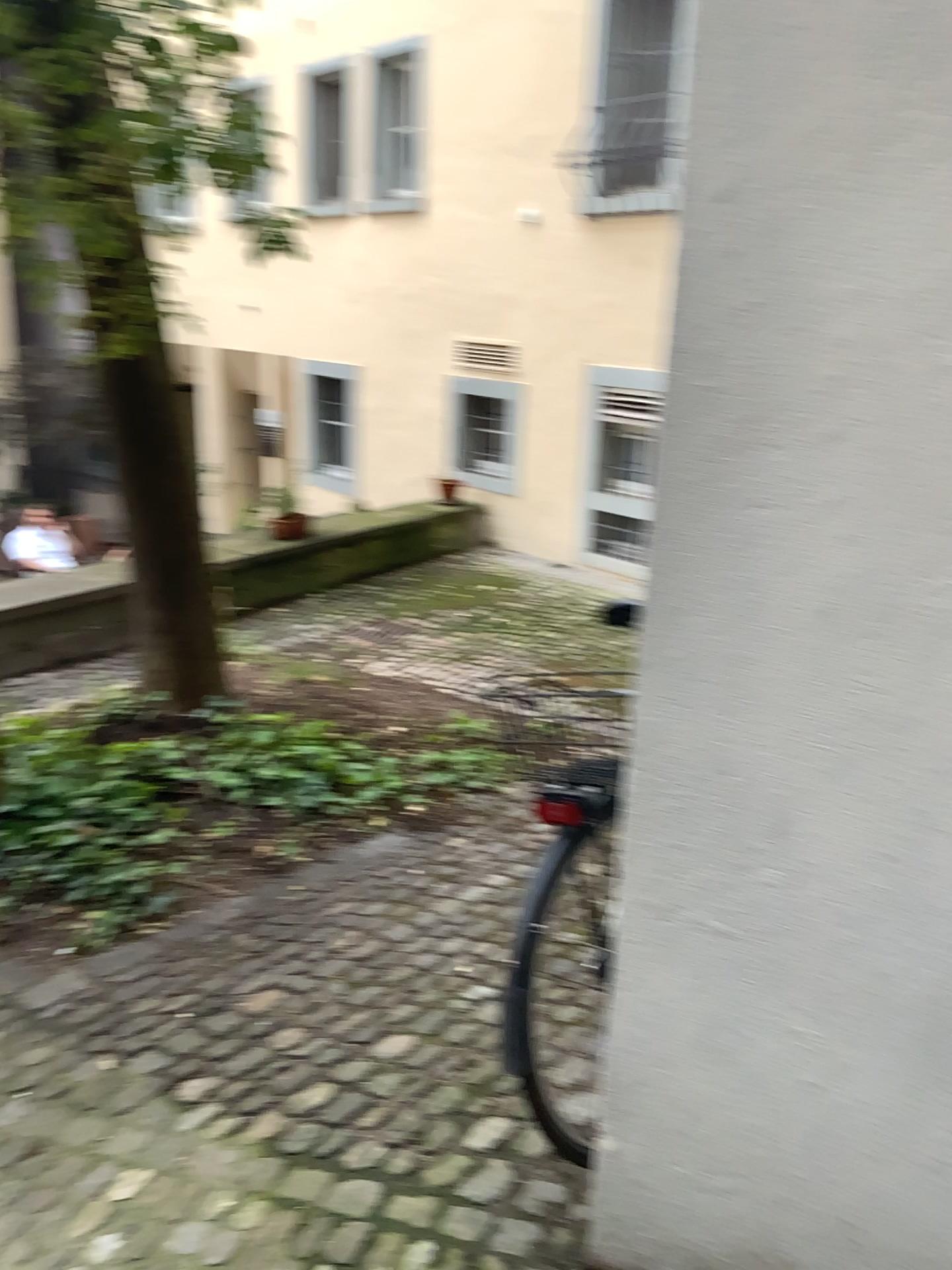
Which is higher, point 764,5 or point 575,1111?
point 764,5

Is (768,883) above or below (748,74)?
below

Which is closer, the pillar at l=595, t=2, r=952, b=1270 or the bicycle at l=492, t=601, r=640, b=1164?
the pillar at l=595, t=2, r=952, b=1270

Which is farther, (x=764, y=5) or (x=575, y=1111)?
(x=575, y=1111)
